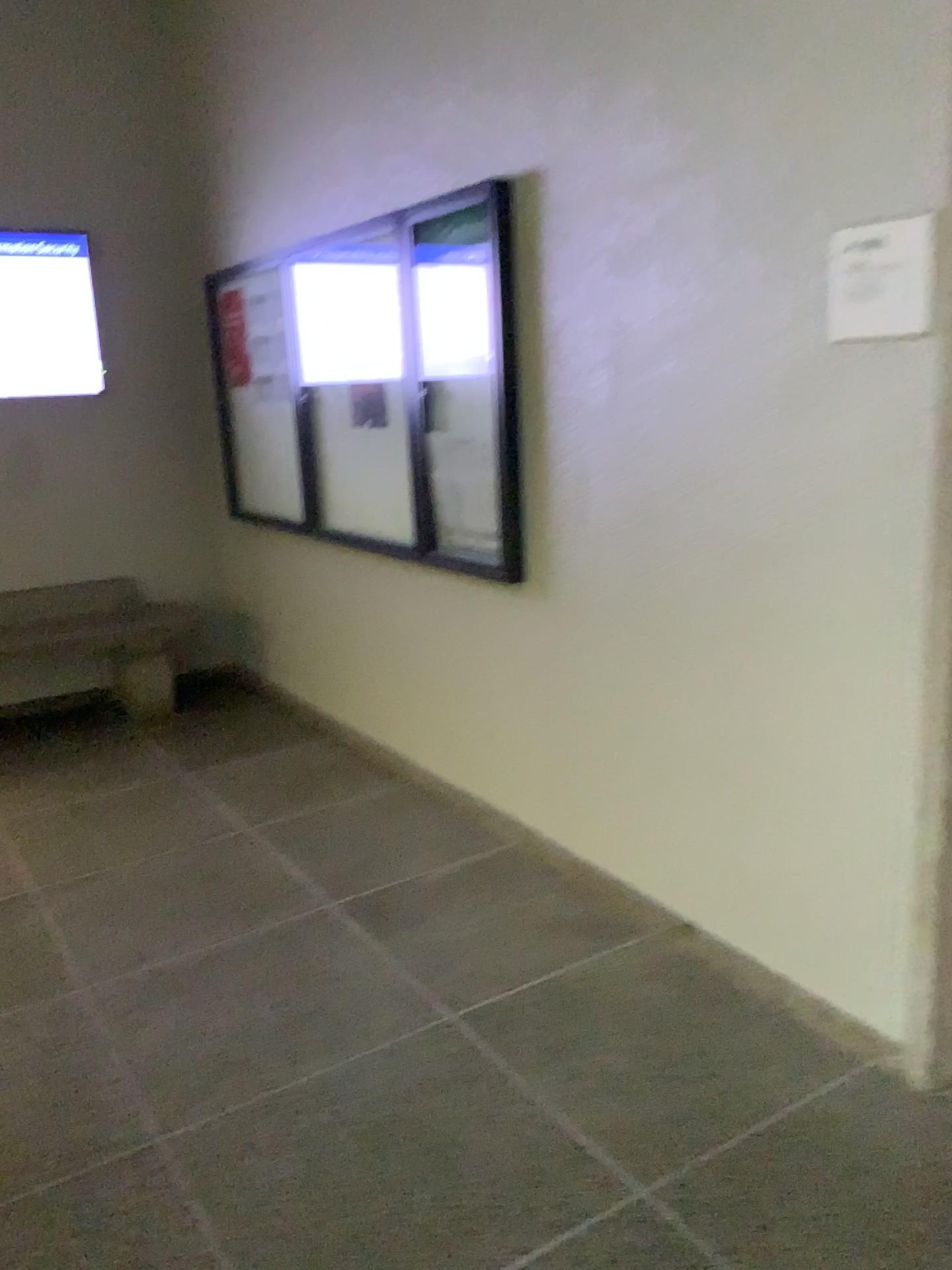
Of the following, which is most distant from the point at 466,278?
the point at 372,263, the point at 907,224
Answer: the point at 907,224

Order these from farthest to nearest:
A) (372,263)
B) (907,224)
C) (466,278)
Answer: (372,263) < (466,278) < (907,224)

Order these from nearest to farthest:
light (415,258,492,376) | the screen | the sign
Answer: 1. the sign
2. light (415,258,492,376)
3. the screen

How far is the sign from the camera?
1.9 meters

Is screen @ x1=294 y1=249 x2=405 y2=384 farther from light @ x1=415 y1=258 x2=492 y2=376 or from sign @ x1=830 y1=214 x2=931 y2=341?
sign @ x1=830 y1=214 x2=931 y2=341

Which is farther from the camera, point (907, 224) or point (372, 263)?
point (372, 263)

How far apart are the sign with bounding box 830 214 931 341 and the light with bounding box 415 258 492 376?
1.3 meters

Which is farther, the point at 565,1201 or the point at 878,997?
the point at 878,997

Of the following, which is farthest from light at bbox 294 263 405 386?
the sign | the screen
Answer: the sign

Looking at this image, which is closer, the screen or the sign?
the sign
